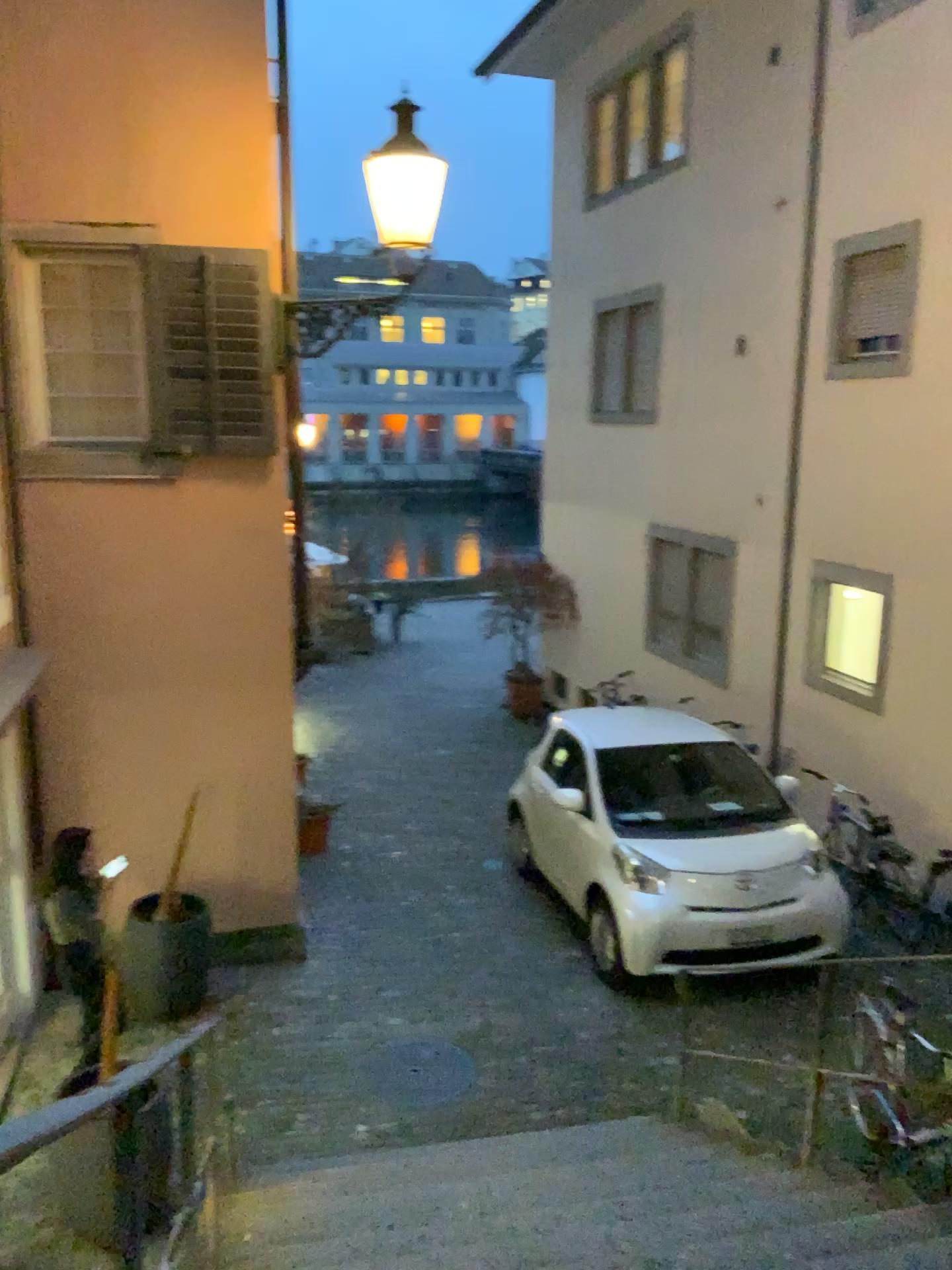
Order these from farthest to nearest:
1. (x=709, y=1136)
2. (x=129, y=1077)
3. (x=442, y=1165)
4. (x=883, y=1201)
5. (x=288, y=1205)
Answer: (x=709, y=1136) → (x=442, y=1165) → (x=288, y=1205) → (x=883, y=1201) → (x=129, y=1077)
